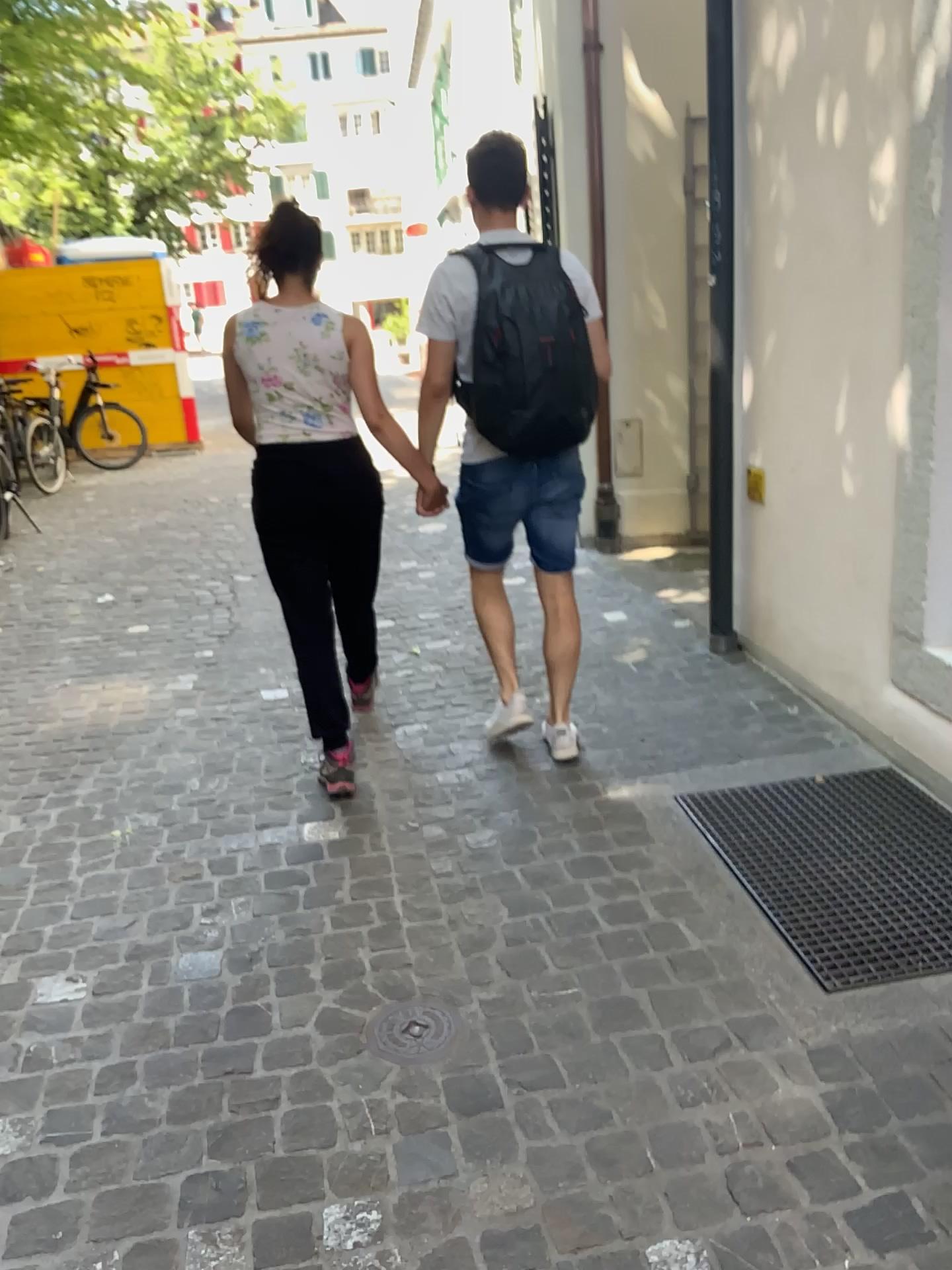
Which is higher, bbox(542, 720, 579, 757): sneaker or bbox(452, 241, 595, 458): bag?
bbox(452, 241, 595, 458): bag

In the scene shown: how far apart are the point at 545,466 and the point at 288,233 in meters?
1.0 m

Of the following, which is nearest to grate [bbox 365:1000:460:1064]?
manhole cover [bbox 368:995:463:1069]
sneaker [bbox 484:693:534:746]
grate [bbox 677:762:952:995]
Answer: manhole cover [bbox 368:995:463:1069]

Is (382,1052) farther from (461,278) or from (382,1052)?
(461,278)

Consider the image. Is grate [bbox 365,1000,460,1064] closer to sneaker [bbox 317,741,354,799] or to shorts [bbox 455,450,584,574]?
sneaker [bbox 317,741,354,799]

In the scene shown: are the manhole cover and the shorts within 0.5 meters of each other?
no

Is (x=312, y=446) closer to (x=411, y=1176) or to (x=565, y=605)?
(x=565, y=605)

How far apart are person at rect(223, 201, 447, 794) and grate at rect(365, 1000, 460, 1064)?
1.0 meters

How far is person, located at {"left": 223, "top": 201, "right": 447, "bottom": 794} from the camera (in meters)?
2.97

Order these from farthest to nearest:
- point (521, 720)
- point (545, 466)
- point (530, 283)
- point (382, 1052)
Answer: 1. point (521, 720)
2. point (545, 466)
3. point (530, 283)
4. point (382, 1052)
